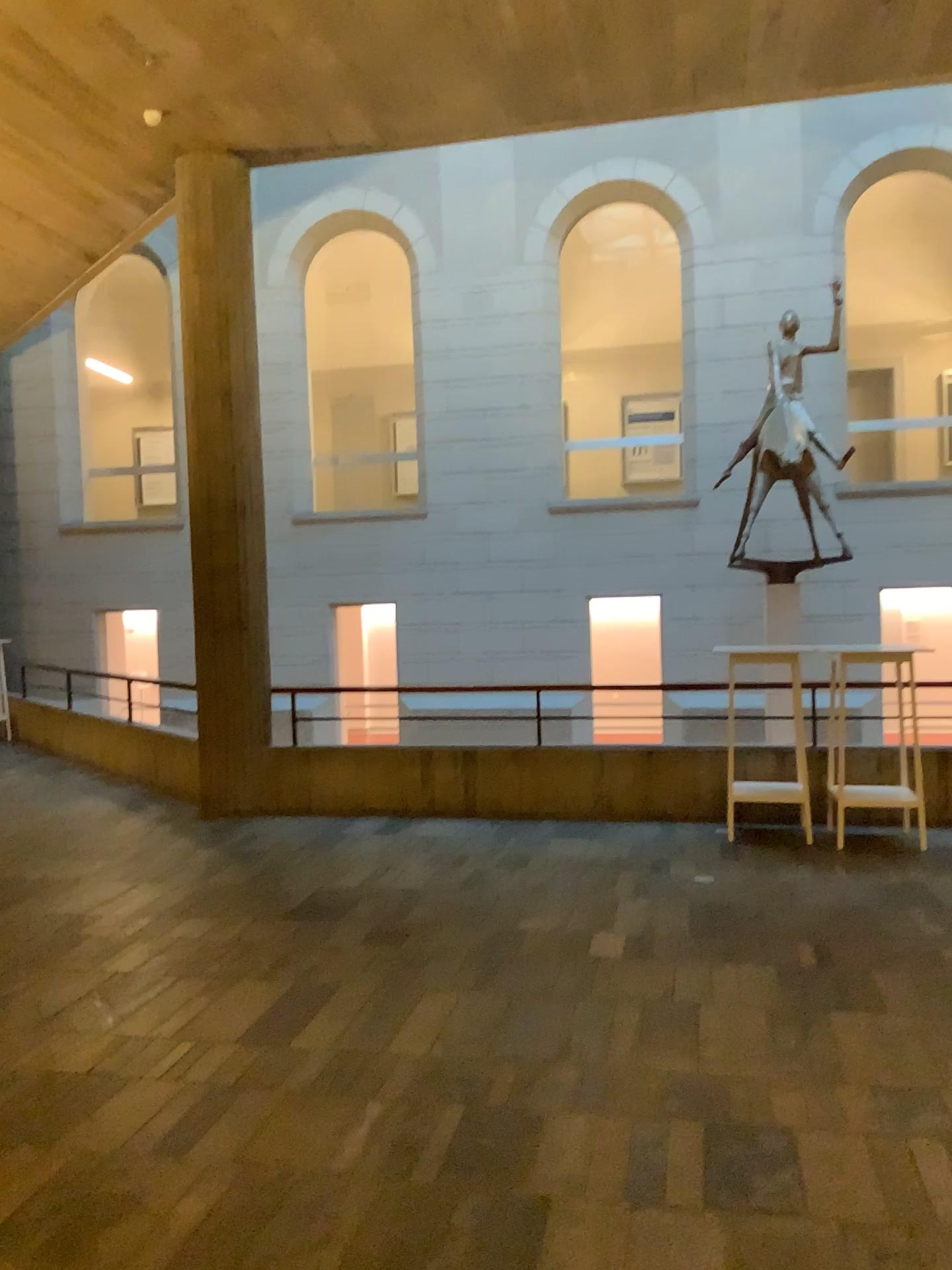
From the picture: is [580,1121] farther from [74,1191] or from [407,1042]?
[74,1191]
